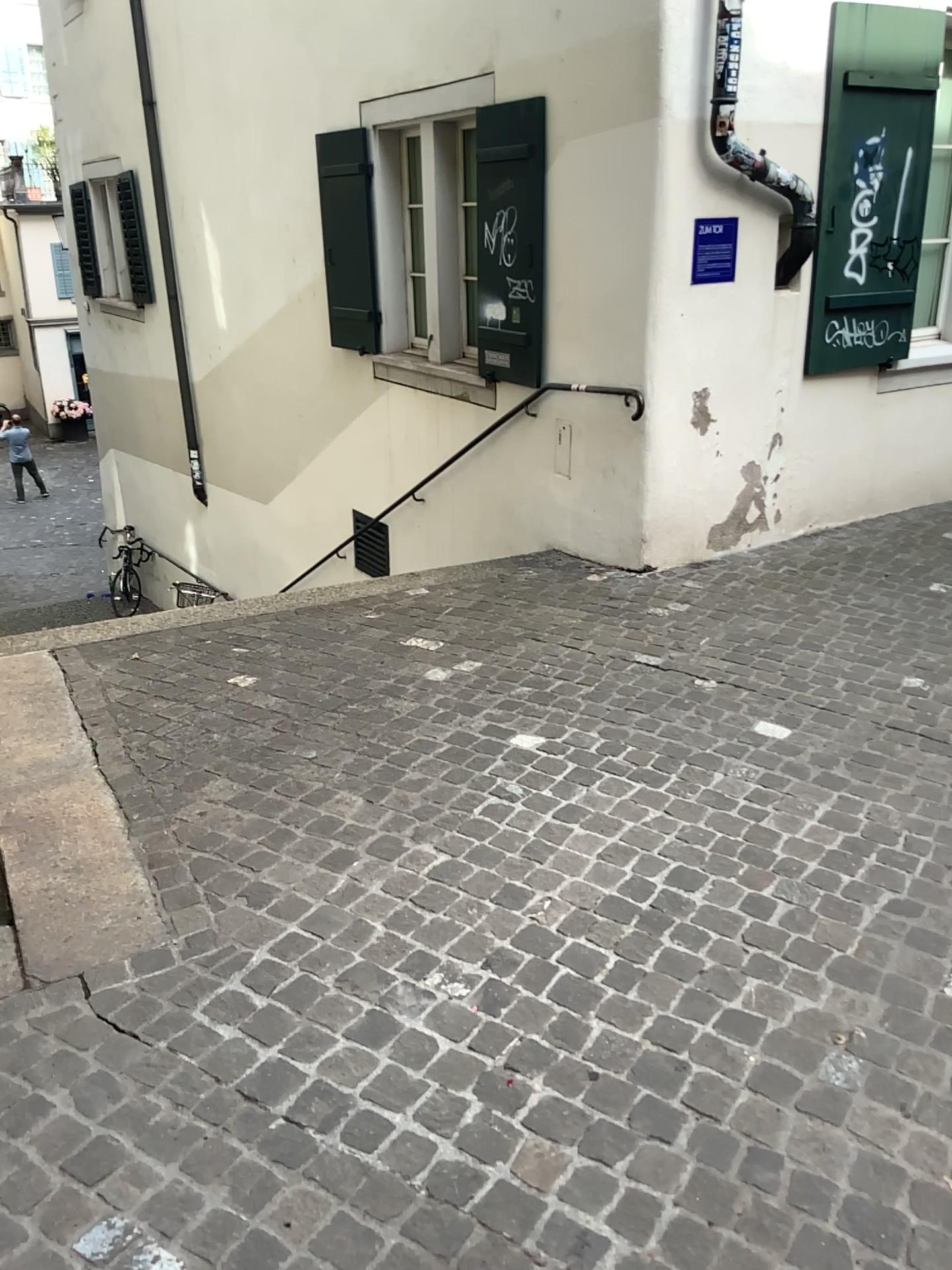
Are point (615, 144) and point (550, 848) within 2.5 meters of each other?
no
